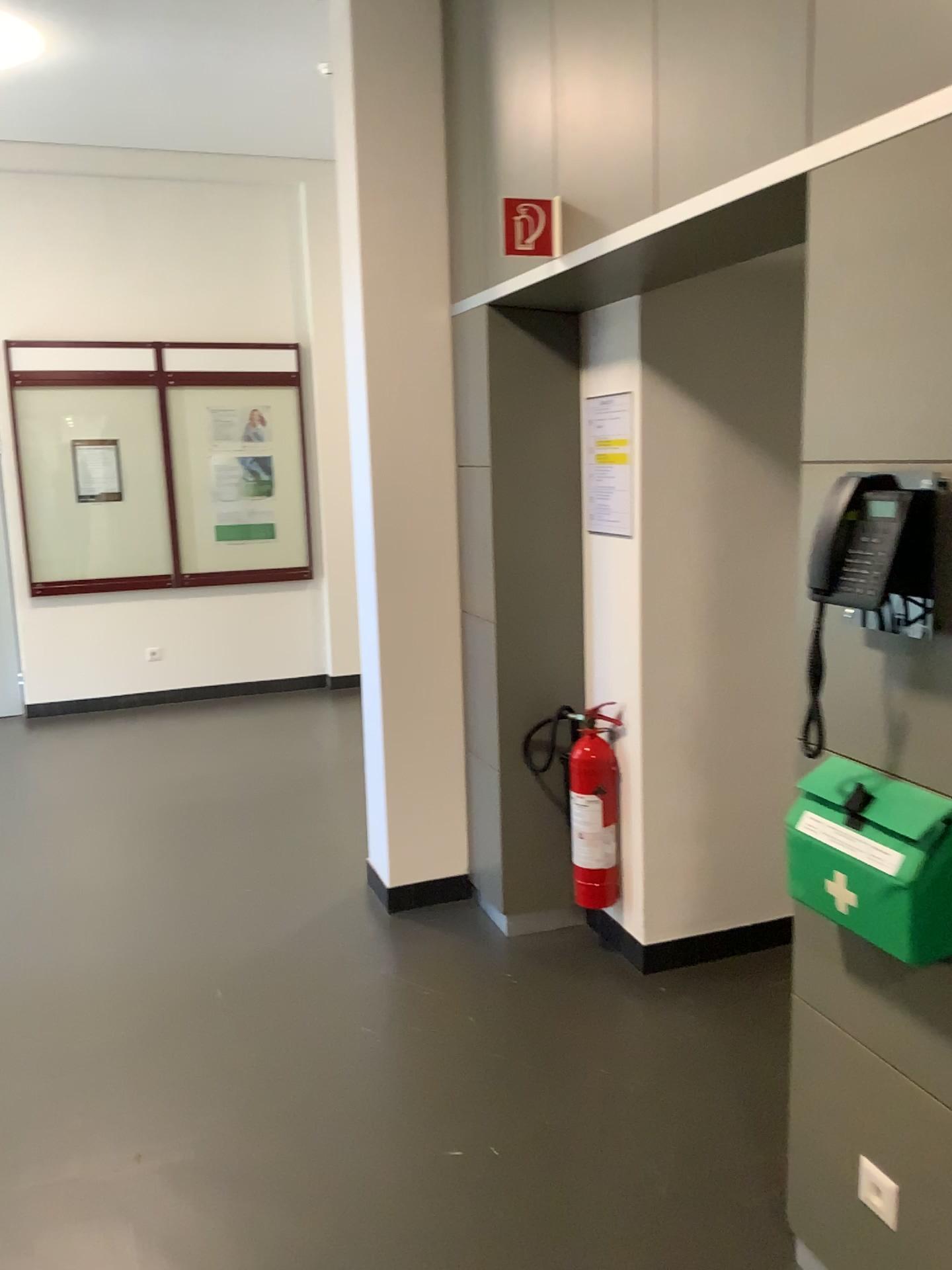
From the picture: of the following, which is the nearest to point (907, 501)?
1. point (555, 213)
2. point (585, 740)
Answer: point (555, 213)

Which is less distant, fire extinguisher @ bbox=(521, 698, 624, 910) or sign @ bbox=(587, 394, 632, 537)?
sign @ bbox=(587, 394, 632, 537)

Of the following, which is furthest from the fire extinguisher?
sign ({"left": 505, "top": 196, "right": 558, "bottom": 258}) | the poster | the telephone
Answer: the telephone

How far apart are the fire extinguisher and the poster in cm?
61

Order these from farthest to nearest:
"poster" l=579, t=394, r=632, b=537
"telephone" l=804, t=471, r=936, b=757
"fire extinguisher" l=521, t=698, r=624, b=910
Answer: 1. "fire extinguisher" l=521, t=698, r=624, b=910
2. "poster" l=579, t=394, r=632, b=537
3. "telephone" l=804, t=471, r=936, b=757

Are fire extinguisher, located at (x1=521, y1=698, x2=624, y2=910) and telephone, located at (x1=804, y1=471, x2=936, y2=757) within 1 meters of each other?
no

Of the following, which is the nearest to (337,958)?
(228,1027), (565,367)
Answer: (228,1027)

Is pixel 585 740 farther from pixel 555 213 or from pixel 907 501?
pixel 907 501

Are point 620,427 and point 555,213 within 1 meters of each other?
yes

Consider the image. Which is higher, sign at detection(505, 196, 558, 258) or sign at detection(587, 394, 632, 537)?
sign at detection(505, 196, 558, 258)
